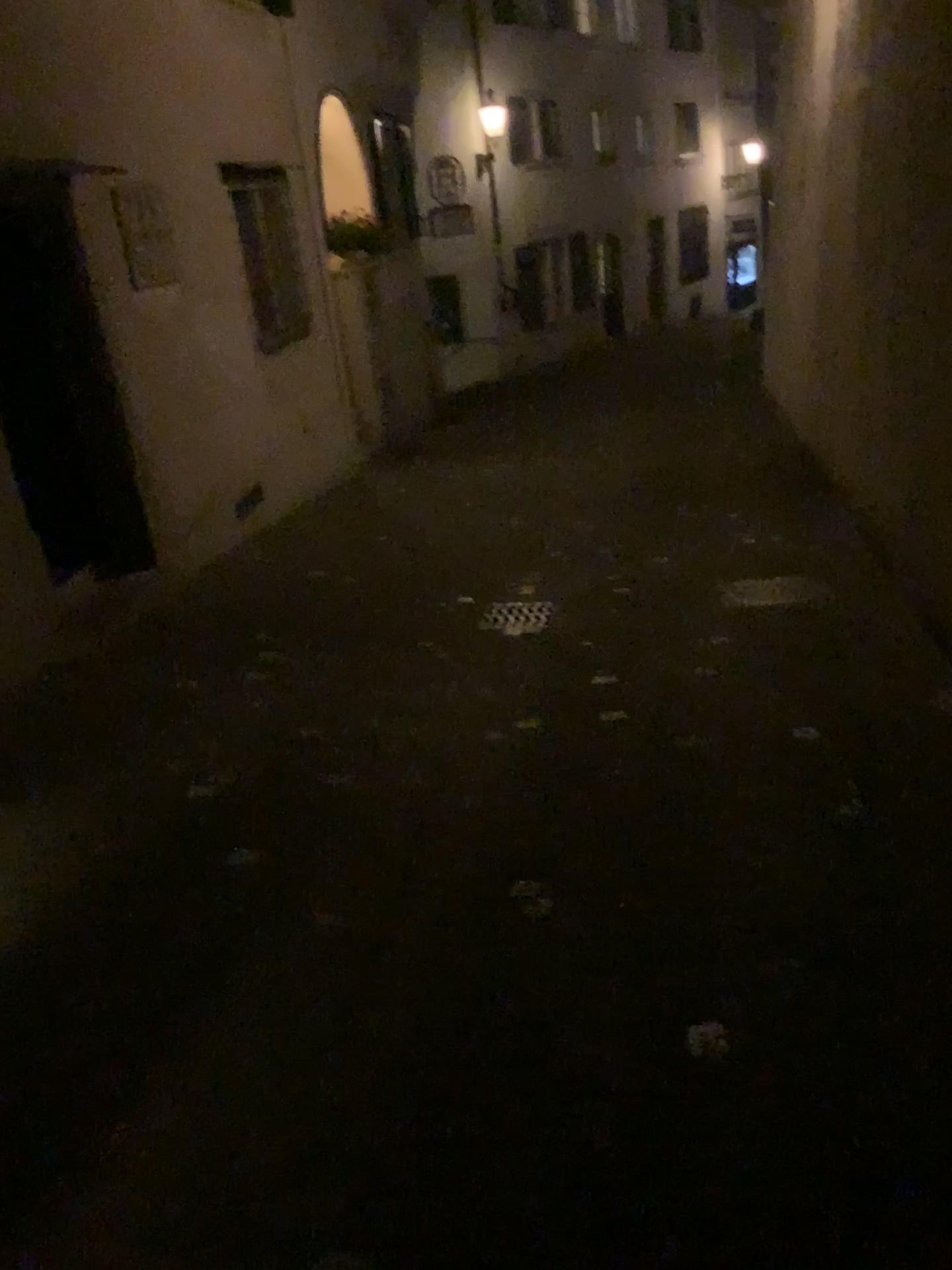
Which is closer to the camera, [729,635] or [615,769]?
[615,769]
